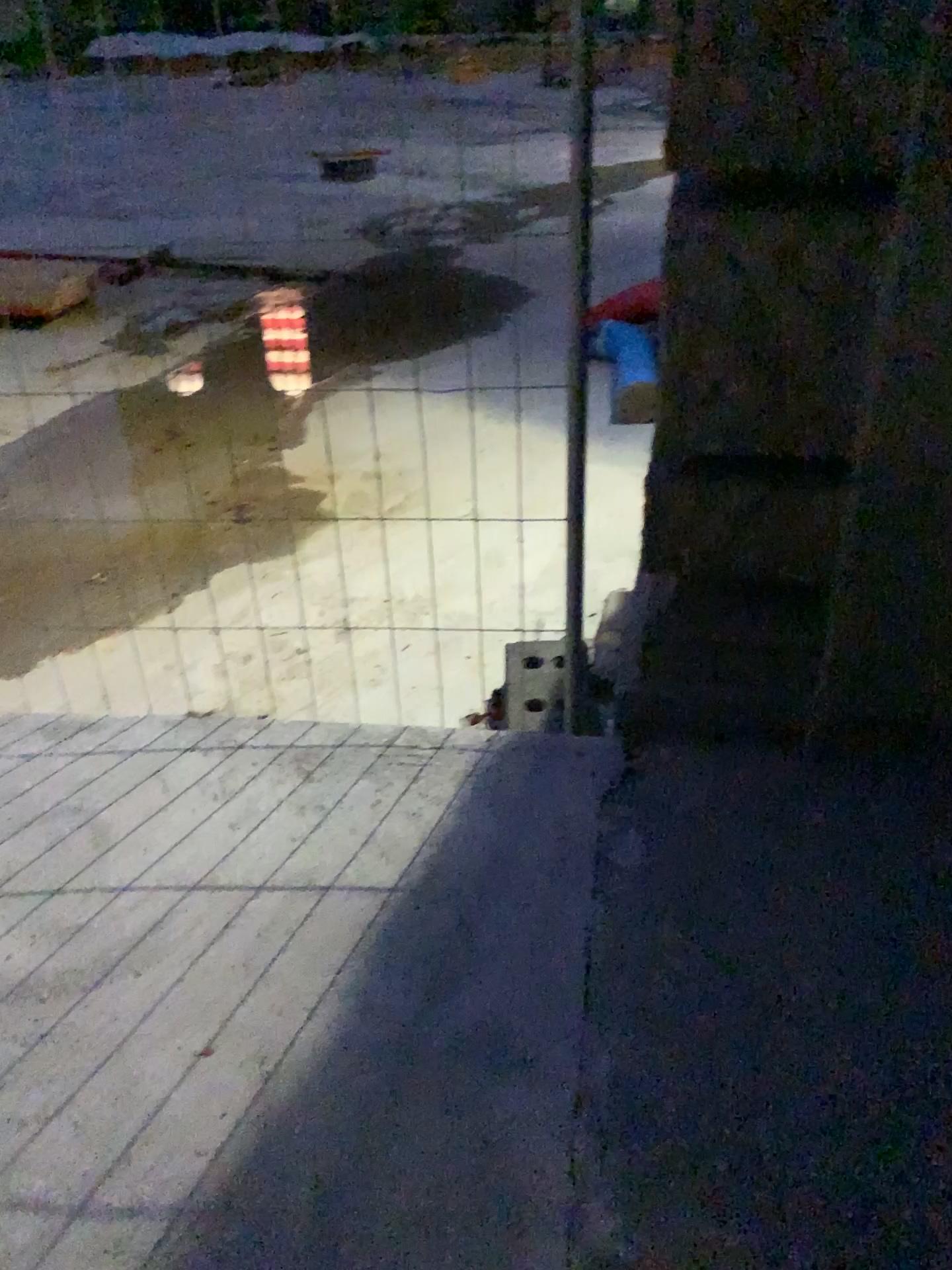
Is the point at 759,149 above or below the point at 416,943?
above
